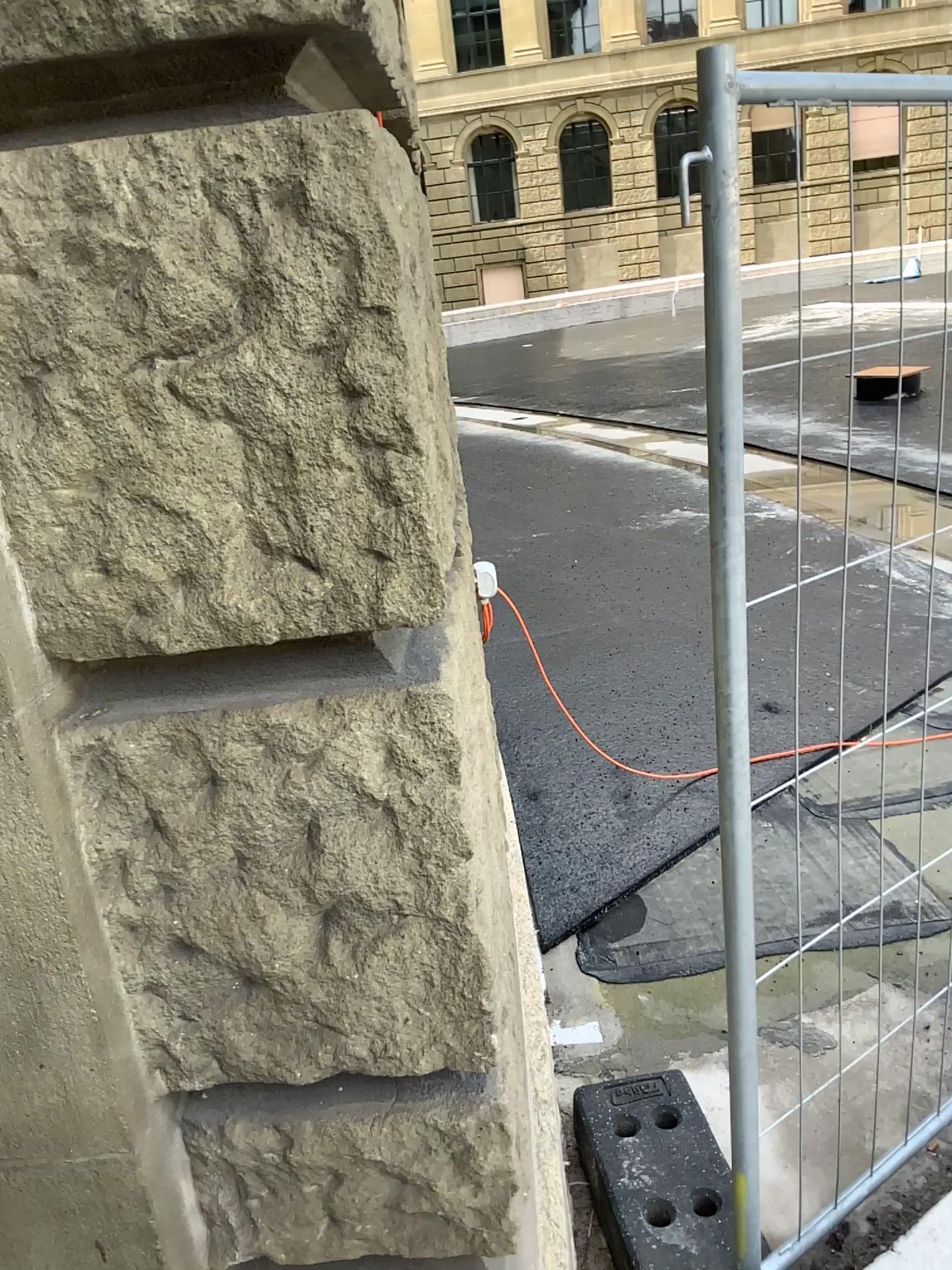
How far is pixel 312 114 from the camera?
0.9 meters

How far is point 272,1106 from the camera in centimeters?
120cm

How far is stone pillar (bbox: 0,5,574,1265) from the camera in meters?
0.9 m
